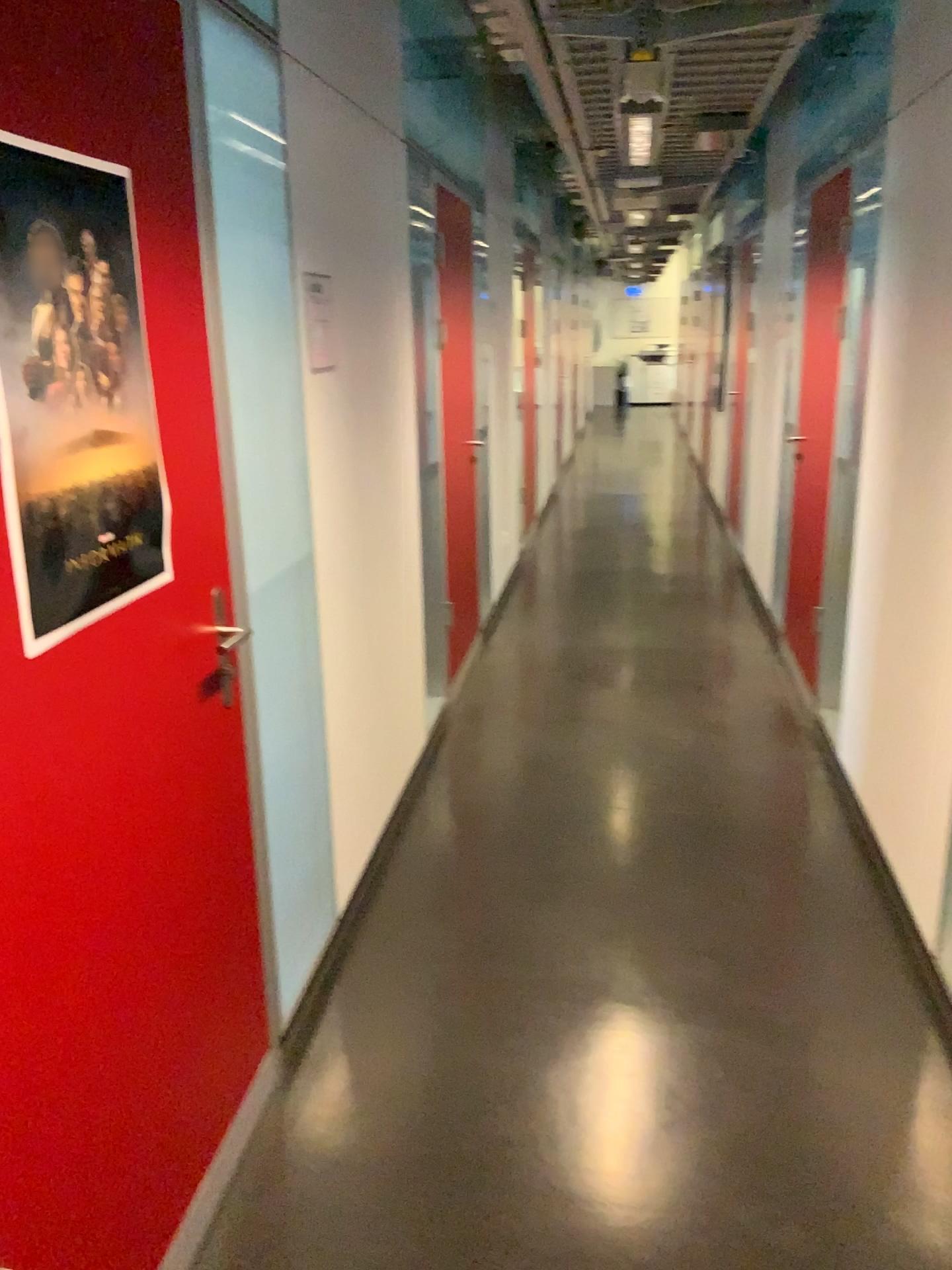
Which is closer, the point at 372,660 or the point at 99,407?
the point at 99,407

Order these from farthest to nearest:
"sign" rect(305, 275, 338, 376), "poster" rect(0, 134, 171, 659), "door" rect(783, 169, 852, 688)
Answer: "door" rect(783, 169, 852, 688), "sign" rect(305, 275, 338, 376), "poster" rect(0, 134, 171, 659)

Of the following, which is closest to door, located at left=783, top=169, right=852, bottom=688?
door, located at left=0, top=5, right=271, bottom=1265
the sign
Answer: the sign

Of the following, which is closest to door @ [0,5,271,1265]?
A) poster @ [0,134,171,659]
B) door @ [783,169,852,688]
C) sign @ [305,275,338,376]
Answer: poster @ [0,134,171,659]

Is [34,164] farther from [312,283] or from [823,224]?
[823,224]

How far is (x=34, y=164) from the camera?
1.31m

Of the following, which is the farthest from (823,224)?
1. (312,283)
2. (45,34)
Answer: (45,34)

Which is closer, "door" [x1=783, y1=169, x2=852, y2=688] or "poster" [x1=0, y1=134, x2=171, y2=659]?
"poster" [x1=0, y1=134, x2=171, y2=659]

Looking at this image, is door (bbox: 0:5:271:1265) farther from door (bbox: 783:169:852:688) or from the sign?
door (bbox: 783:169:852:688)

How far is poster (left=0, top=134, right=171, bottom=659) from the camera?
1.31m
